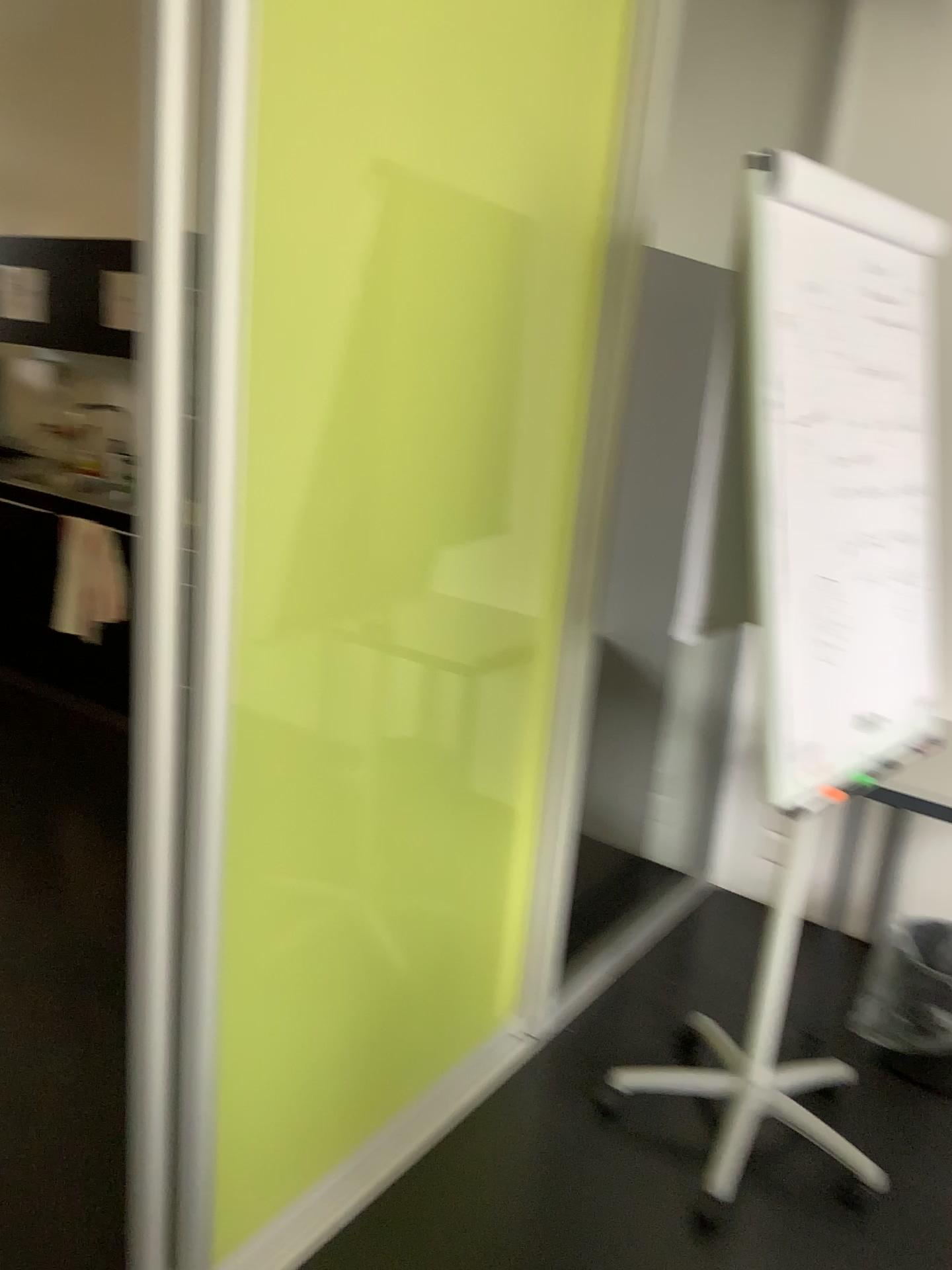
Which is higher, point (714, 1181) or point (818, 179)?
point (818, 179)

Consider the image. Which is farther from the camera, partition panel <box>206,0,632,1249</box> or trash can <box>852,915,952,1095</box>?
trash can <box>852,915,952,1095</box>

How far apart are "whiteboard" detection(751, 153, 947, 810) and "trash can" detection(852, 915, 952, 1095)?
0.87m

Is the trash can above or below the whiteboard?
below

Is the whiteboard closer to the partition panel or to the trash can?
the partition panel

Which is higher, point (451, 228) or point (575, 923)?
point (451, 228)

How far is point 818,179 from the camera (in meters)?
1.79

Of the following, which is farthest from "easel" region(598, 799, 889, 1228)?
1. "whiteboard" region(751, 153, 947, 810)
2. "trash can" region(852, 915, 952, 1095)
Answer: "whiteboard" region(751, 153, 947, 810)

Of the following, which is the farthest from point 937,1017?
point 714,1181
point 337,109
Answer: point 337,109

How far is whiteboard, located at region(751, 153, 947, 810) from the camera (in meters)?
1.79
